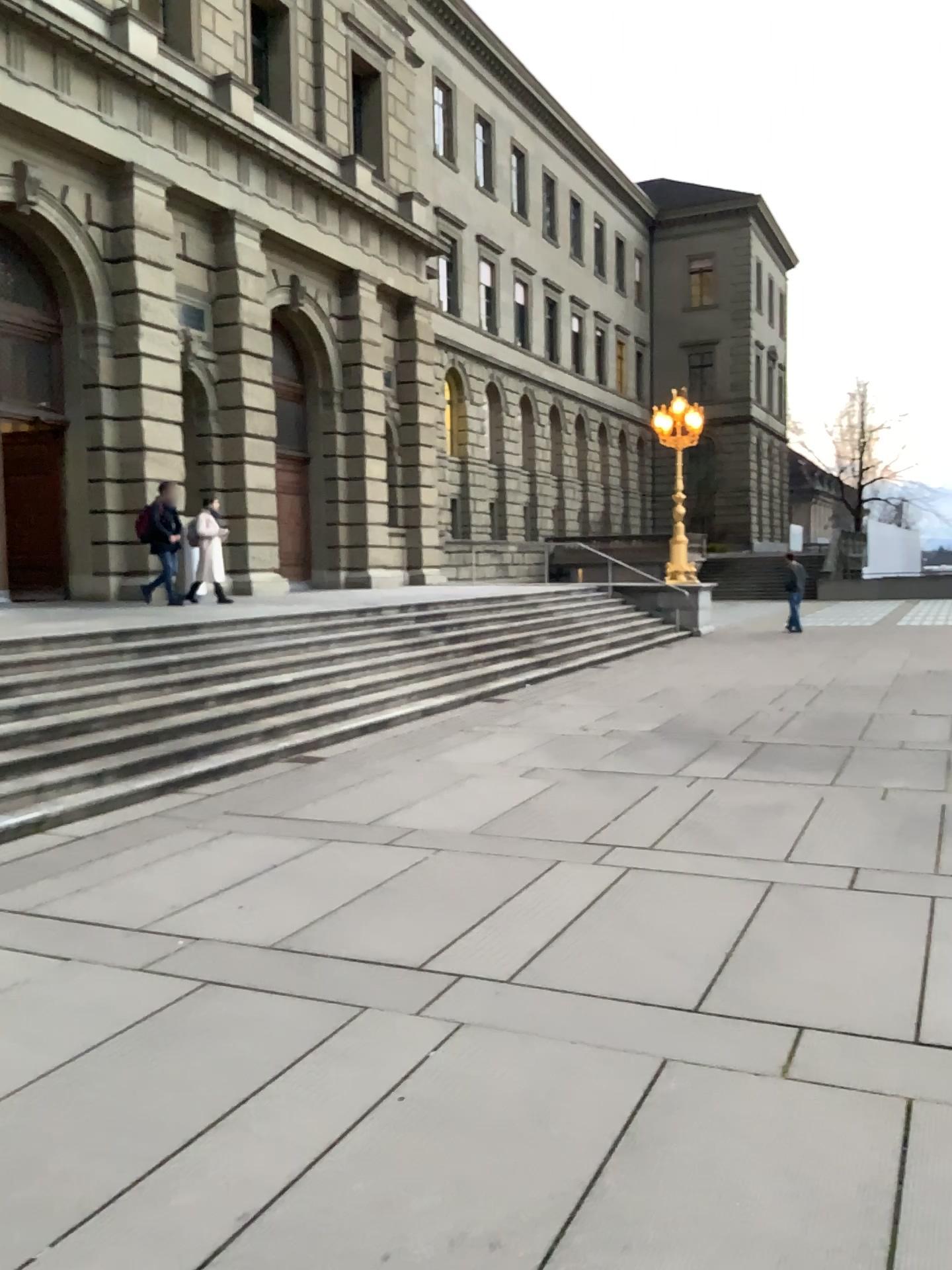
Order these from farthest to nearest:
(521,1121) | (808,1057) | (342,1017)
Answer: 1. (342,1017)
2. (808,1057)
3. (521,1121)
